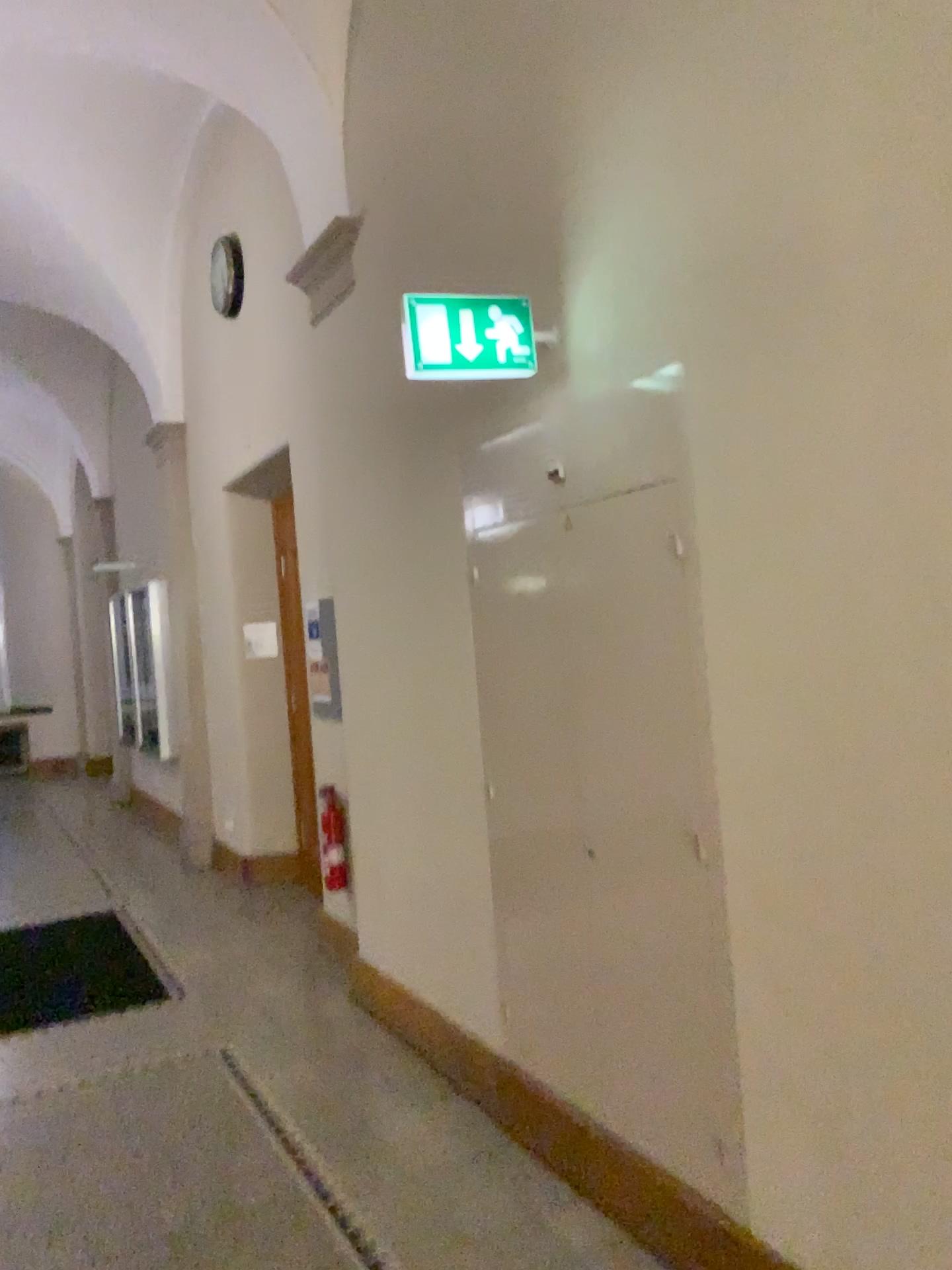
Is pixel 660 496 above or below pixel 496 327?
below

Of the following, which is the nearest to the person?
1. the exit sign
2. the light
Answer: the exit sign

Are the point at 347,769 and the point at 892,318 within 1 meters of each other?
no

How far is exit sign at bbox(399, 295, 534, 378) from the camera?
2.73m

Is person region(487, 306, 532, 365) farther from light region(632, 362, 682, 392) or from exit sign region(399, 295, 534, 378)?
light region(632, 362, 682, 392)

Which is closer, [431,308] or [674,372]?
[674,372]

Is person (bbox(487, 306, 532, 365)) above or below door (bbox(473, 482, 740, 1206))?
above

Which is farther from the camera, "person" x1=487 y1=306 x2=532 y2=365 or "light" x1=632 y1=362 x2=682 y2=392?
"person" x1=487 y1=306 x2=532 y2=365

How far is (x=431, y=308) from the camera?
2.73m
